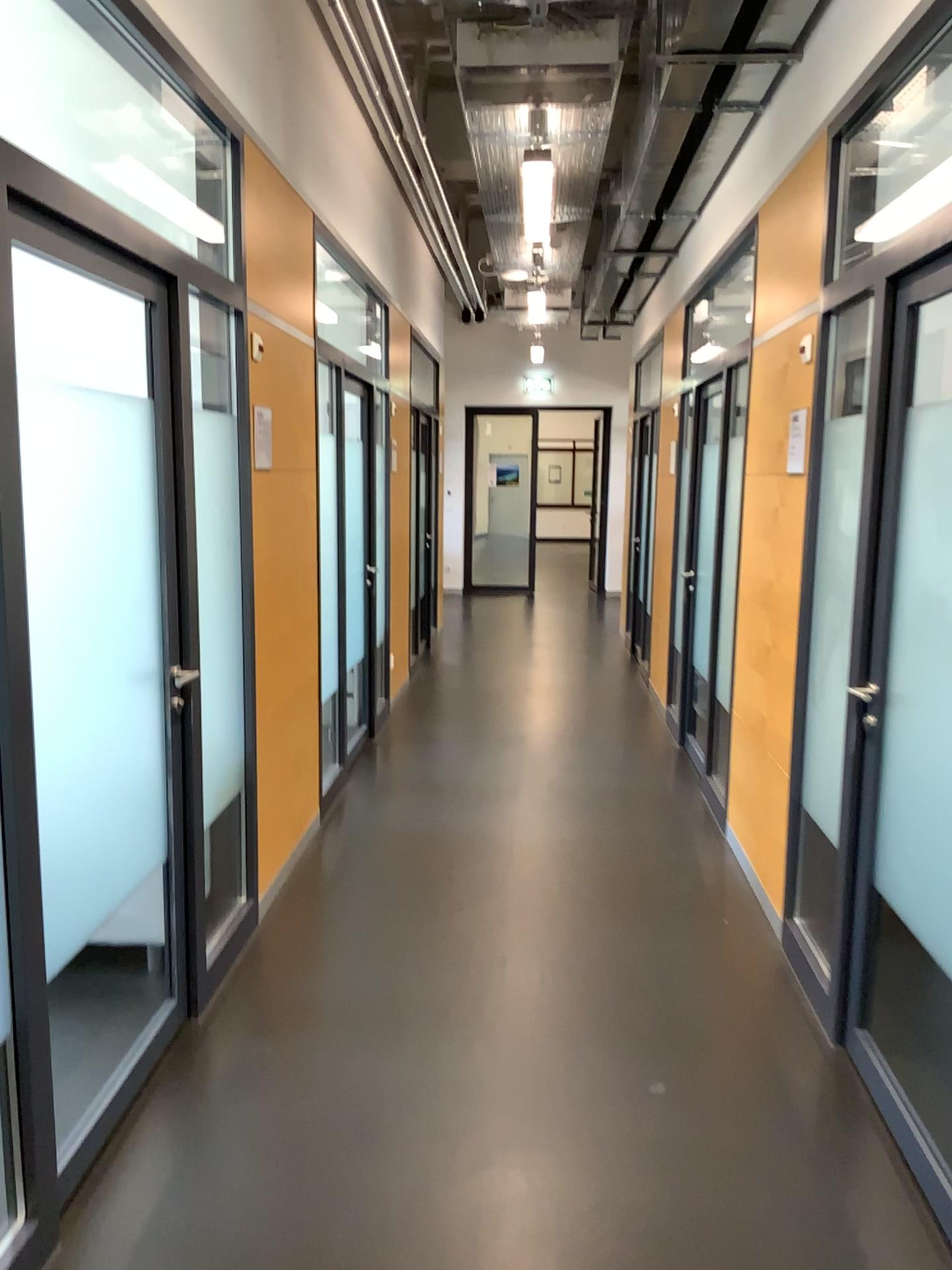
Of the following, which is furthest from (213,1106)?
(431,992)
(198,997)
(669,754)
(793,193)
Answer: (669,754)

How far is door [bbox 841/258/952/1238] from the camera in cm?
257

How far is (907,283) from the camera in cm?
257
